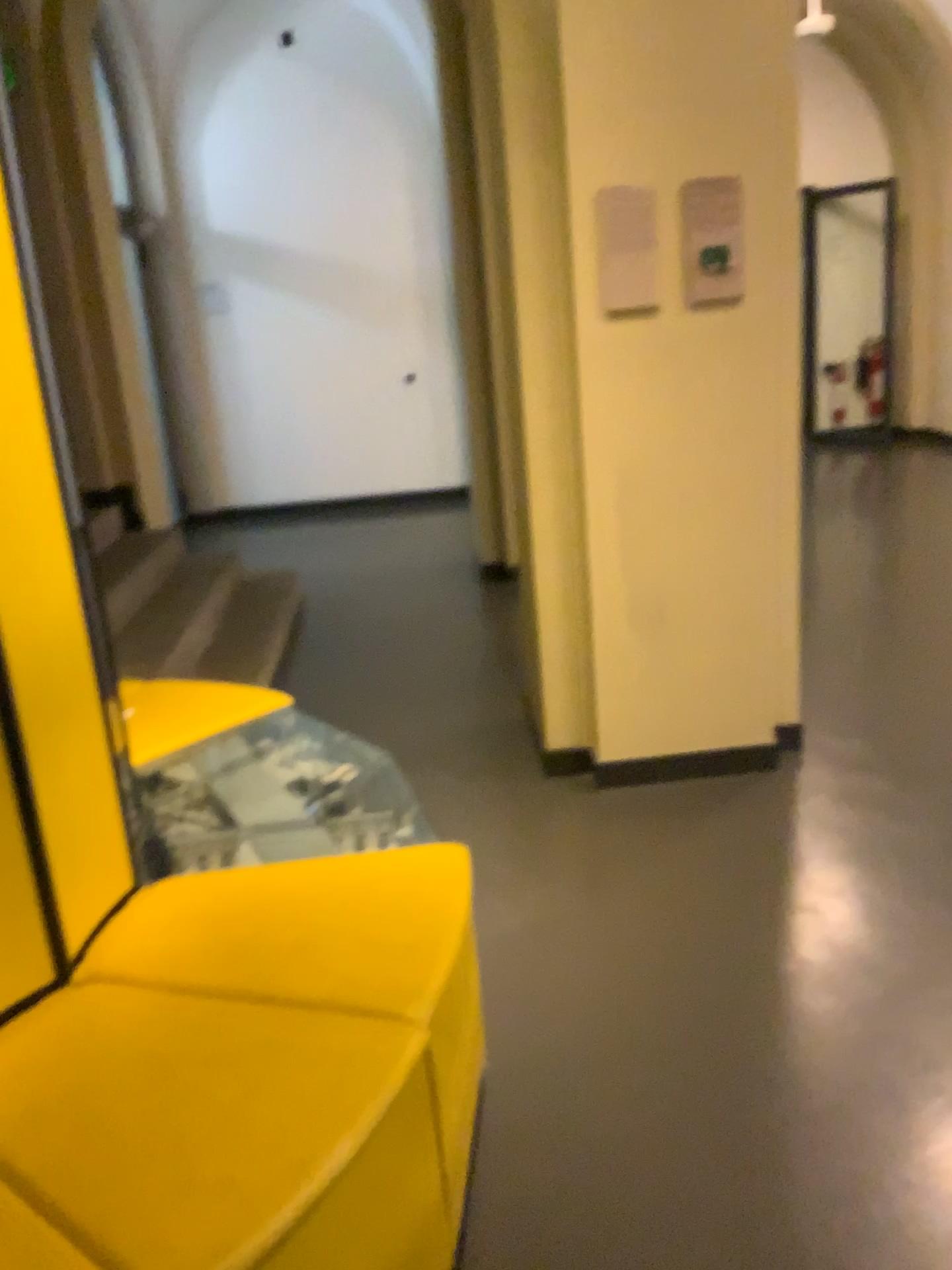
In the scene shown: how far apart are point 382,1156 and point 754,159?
2.5 meters

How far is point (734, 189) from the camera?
2.8 meters

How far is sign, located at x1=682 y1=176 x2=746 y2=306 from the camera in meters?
2.8
